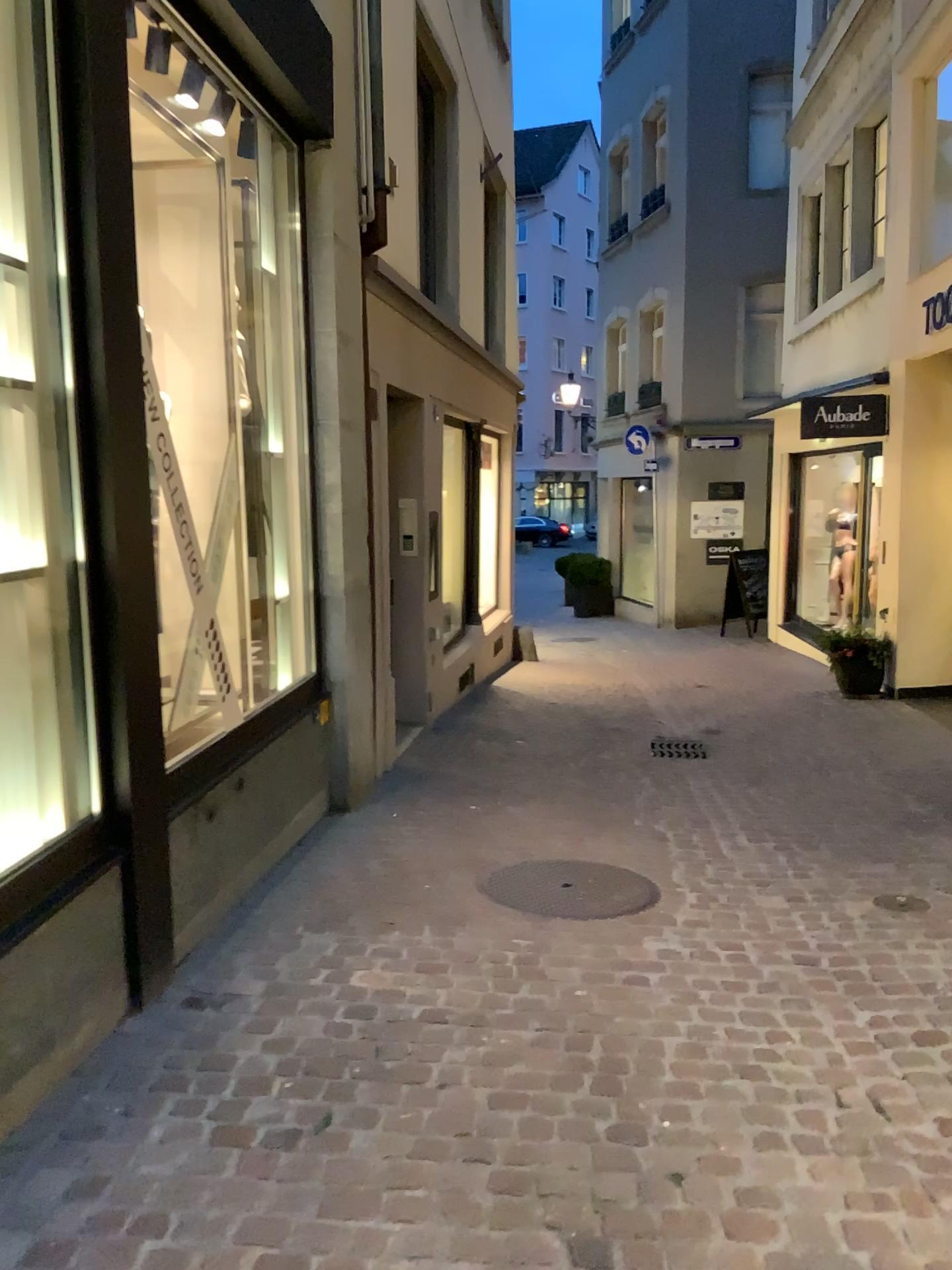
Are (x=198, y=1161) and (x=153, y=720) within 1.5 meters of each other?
yes
